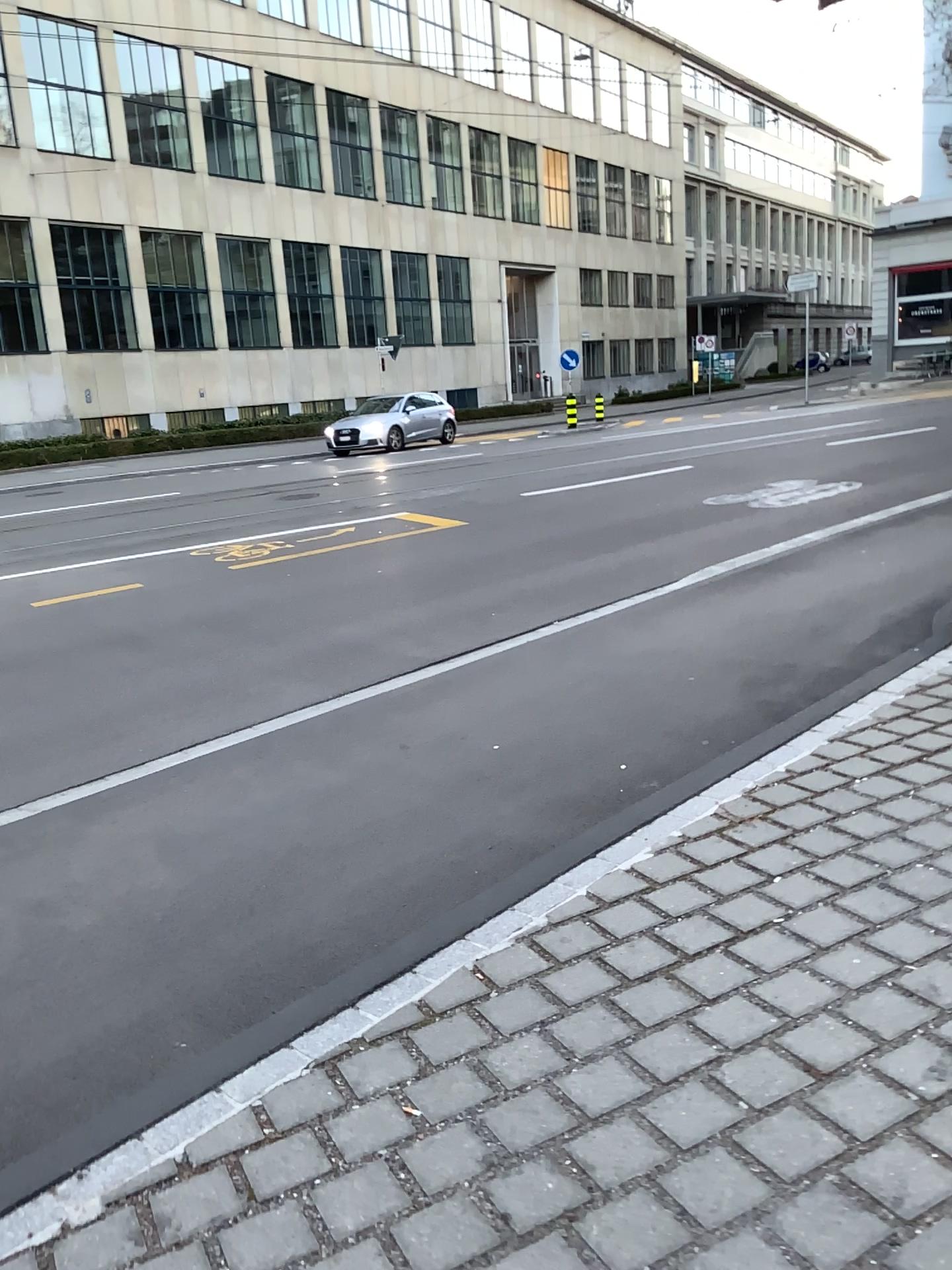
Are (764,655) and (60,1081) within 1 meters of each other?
no
